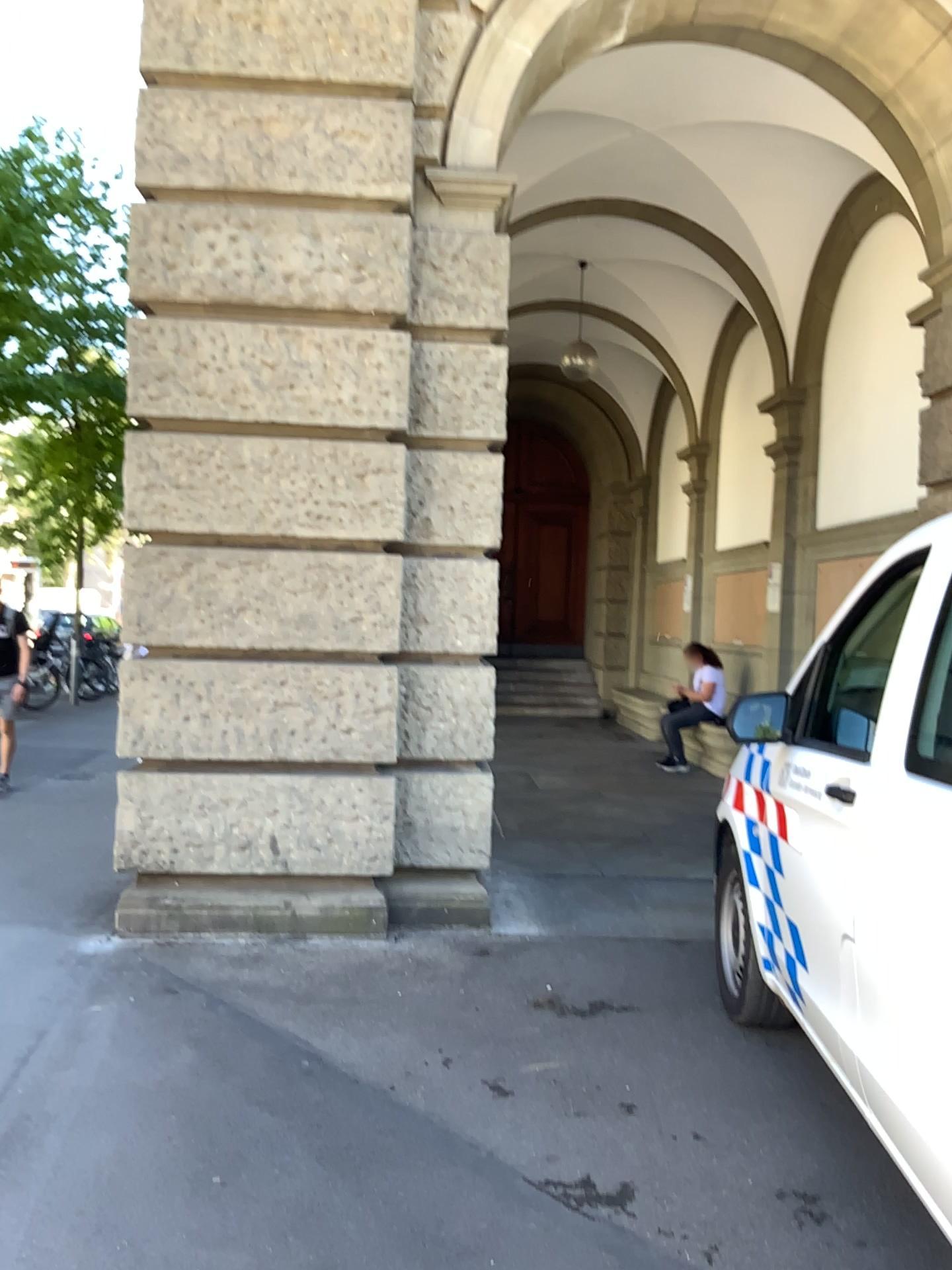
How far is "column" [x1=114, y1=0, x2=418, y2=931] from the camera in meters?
4.7 m

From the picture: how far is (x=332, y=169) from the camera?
4.7m

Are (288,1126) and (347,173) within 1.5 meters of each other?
no

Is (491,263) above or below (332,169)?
below
